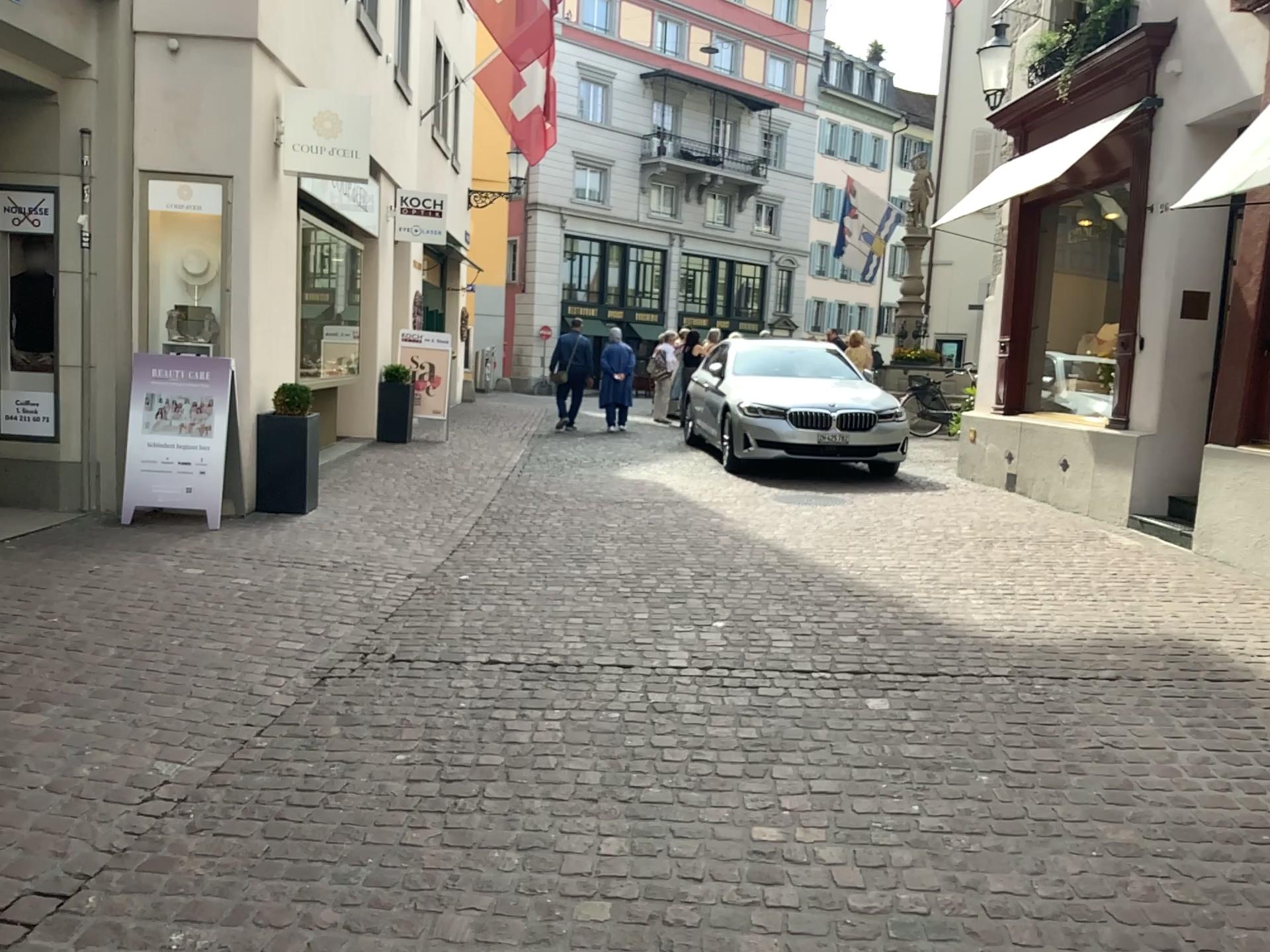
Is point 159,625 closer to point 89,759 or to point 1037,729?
point 89,759
